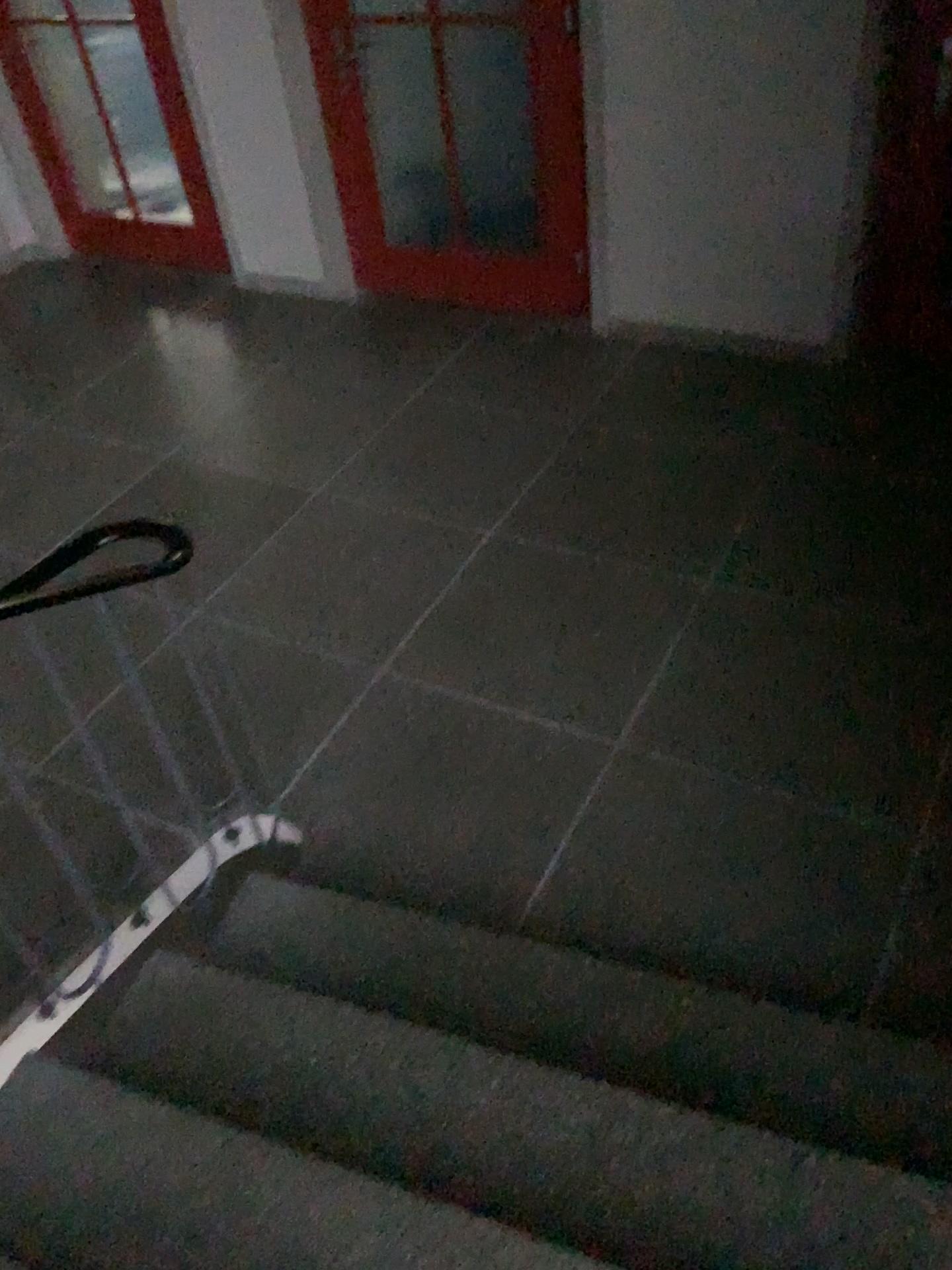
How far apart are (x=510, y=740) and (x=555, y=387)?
1.77m

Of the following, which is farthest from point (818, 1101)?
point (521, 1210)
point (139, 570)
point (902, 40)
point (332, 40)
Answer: point (332, 40)

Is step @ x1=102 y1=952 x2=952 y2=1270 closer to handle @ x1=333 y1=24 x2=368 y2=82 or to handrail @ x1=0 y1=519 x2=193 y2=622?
handrail @ x1=0 y1=519 x2=193 y2=622

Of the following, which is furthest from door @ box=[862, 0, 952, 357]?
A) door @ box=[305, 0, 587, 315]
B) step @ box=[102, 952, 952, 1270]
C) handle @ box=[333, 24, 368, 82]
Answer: step @ box=[102, 952, 952, 1270]

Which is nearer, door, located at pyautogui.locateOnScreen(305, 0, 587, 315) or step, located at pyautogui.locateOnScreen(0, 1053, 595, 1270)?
step, located at pyautogui.locateOnScreen(0, 1053, 595, 1270)

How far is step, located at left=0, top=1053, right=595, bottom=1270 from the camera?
1.46m

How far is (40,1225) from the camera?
1.46m

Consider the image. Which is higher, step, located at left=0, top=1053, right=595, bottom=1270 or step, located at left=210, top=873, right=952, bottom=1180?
step, located at left=0, top=1053, right=595, bottom=1270

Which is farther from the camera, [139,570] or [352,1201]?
[139,570]

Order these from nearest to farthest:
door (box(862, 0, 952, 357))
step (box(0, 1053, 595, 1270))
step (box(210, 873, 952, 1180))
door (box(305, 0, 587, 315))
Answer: step (box(0, 1053, 595, 1270))
step (box(210, 873, 952, 1180))
door (box(862, 0, 952, 357))
door (box(305, 0, 587, 315))
